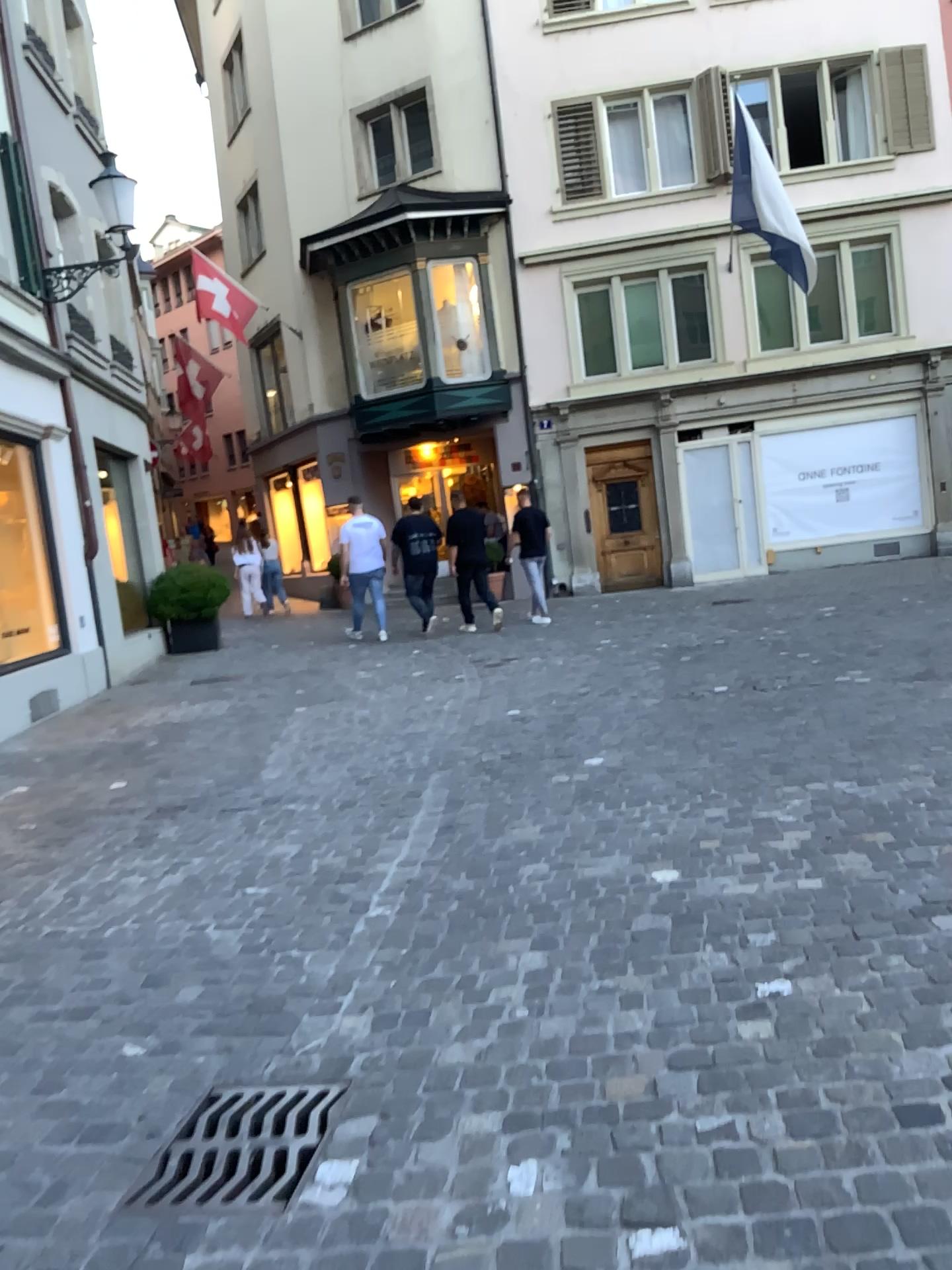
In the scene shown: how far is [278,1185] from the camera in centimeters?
220cm

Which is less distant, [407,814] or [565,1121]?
[565,1121]

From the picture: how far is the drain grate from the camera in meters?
2.2
